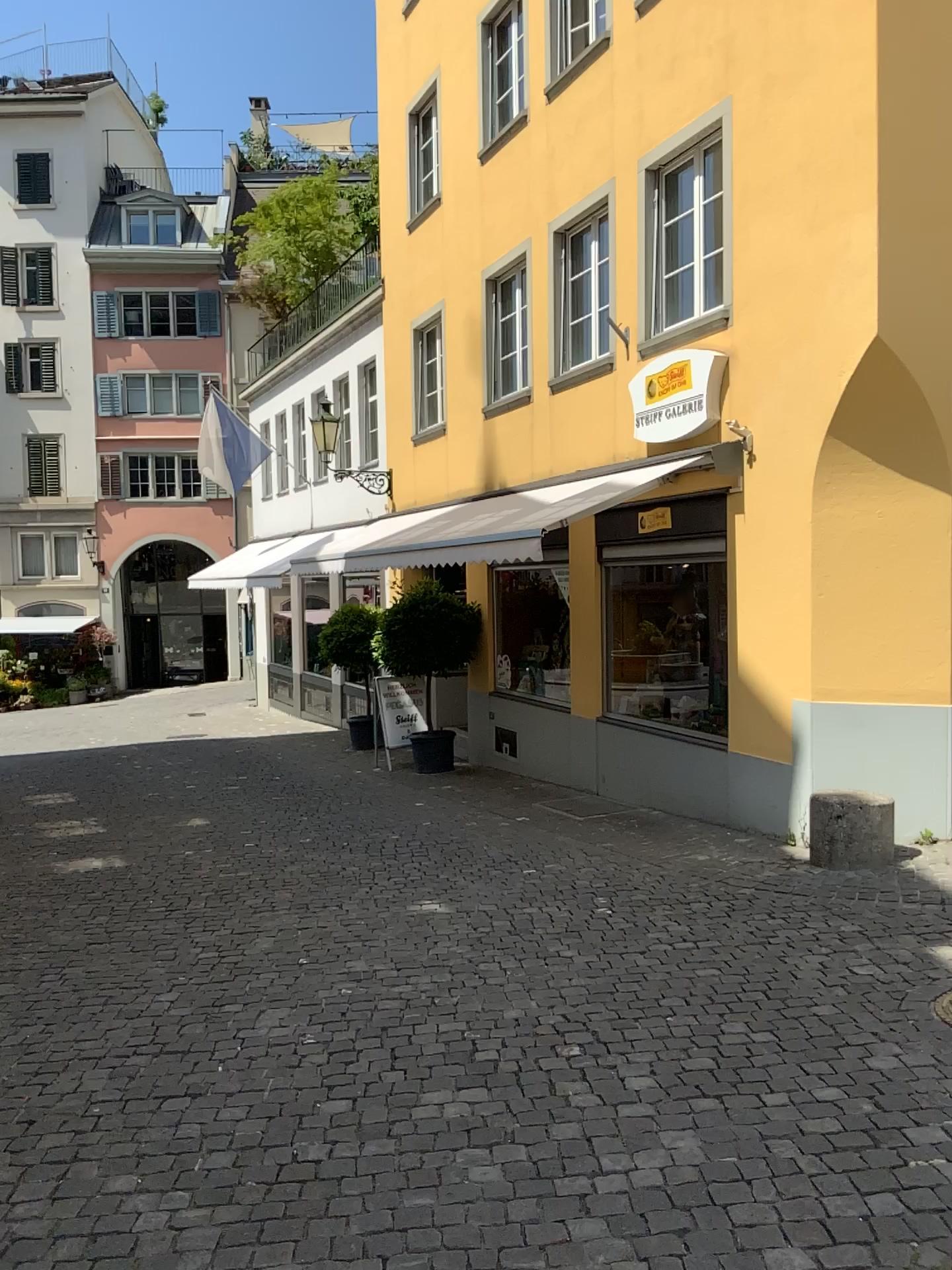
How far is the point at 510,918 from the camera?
5.62m
